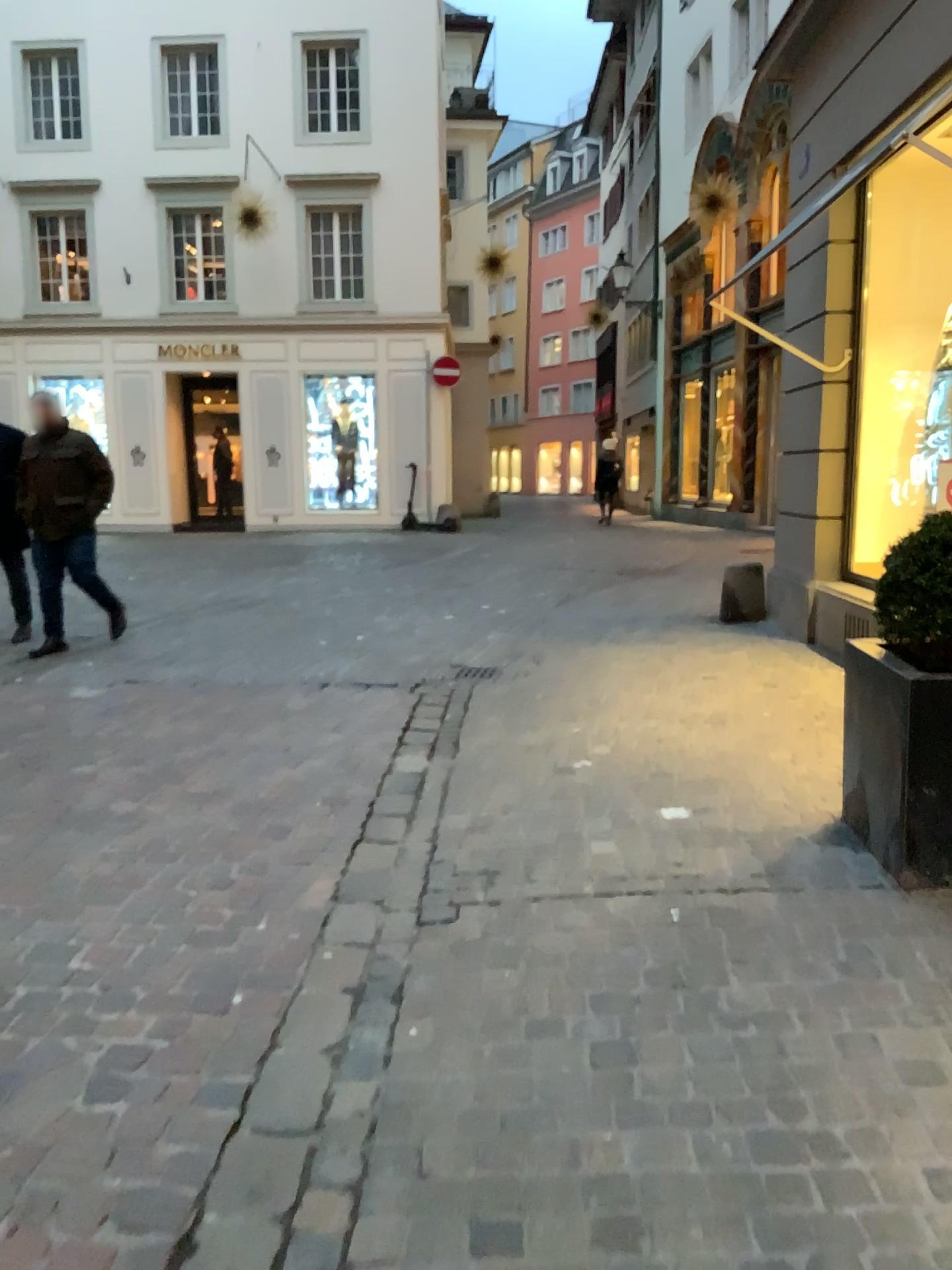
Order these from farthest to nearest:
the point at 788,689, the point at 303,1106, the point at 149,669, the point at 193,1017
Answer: the point at 149,669 < the point at 788,689 < the point at 193,1017 < the point at 303,1106
